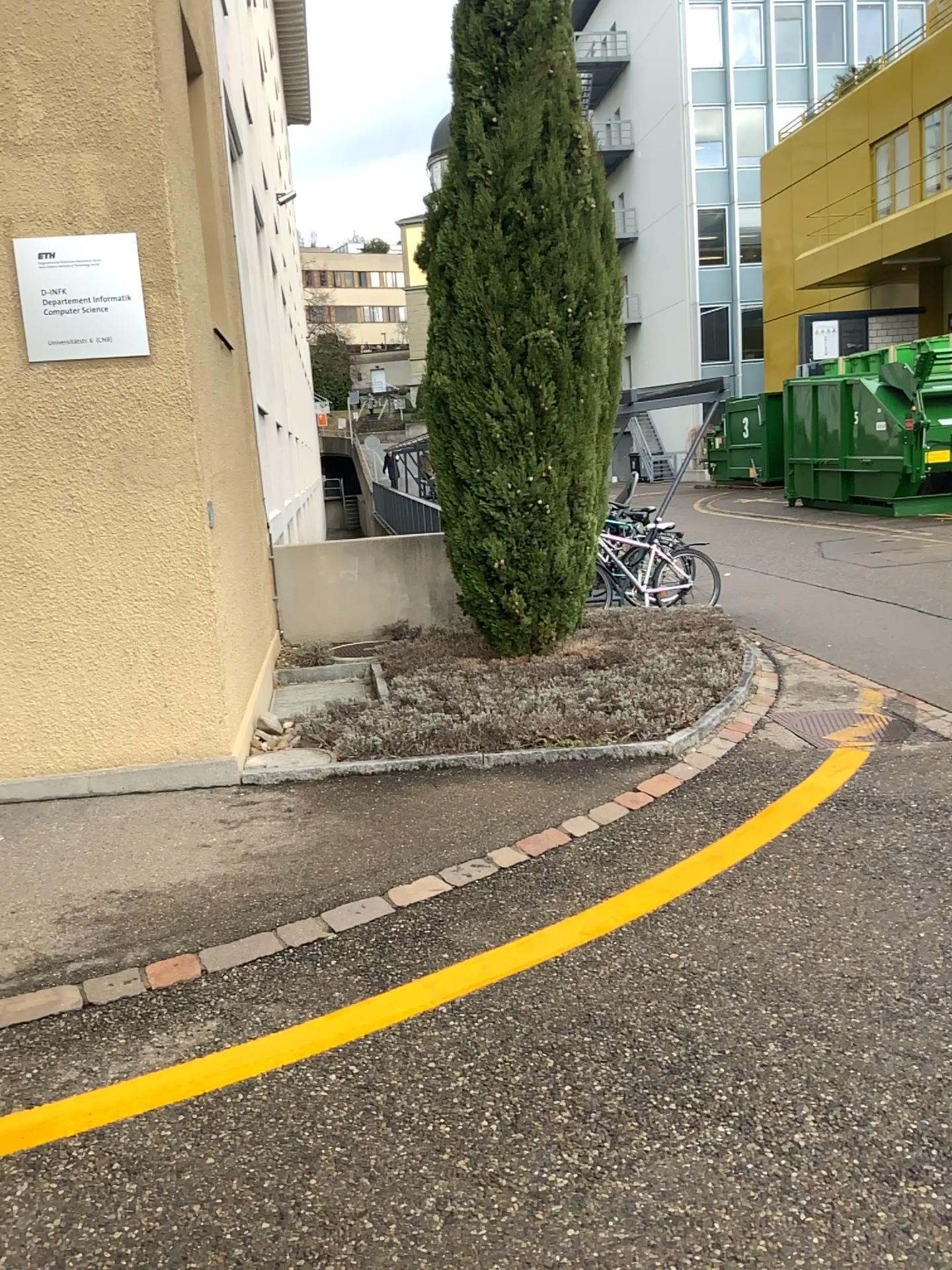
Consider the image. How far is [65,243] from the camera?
4.4 meters

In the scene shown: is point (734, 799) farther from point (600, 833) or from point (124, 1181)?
point (124, 1181)

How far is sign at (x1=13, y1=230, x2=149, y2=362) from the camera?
4.44m
